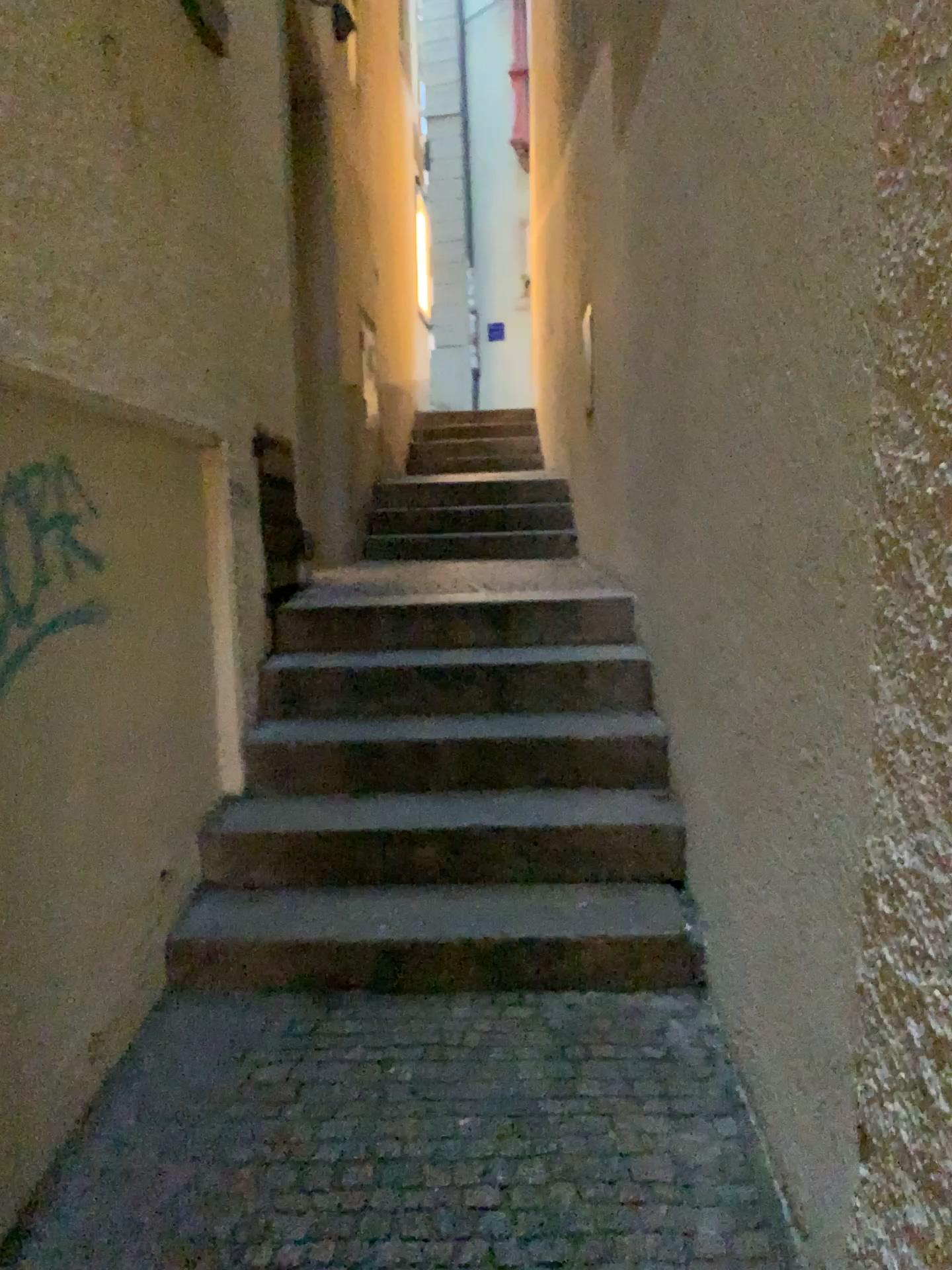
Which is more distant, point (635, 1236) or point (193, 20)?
point (193, 20)

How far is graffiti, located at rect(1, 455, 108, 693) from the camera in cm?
194

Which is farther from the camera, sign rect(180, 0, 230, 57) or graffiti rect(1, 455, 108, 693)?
sign rect(180, 0, 230, 57)

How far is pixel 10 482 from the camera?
1.9 meters

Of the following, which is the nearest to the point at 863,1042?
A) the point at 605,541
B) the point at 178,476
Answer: the point at 178,476

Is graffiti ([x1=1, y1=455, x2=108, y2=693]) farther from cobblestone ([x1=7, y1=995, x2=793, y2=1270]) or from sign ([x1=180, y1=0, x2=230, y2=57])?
sign ([x1=180, y1=0, x2=230, y2=57])

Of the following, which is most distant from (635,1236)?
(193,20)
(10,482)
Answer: (193,20)

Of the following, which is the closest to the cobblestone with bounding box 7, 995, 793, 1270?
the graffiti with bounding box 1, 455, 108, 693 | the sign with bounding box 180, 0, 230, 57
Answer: the graffiti with bounding box 1, 455, 108, 693

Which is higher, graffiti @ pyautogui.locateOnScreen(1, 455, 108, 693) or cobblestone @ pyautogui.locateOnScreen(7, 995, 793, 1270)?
graffiti @ pyautogui.locateOnScreen(1, 455, 108, 693)
